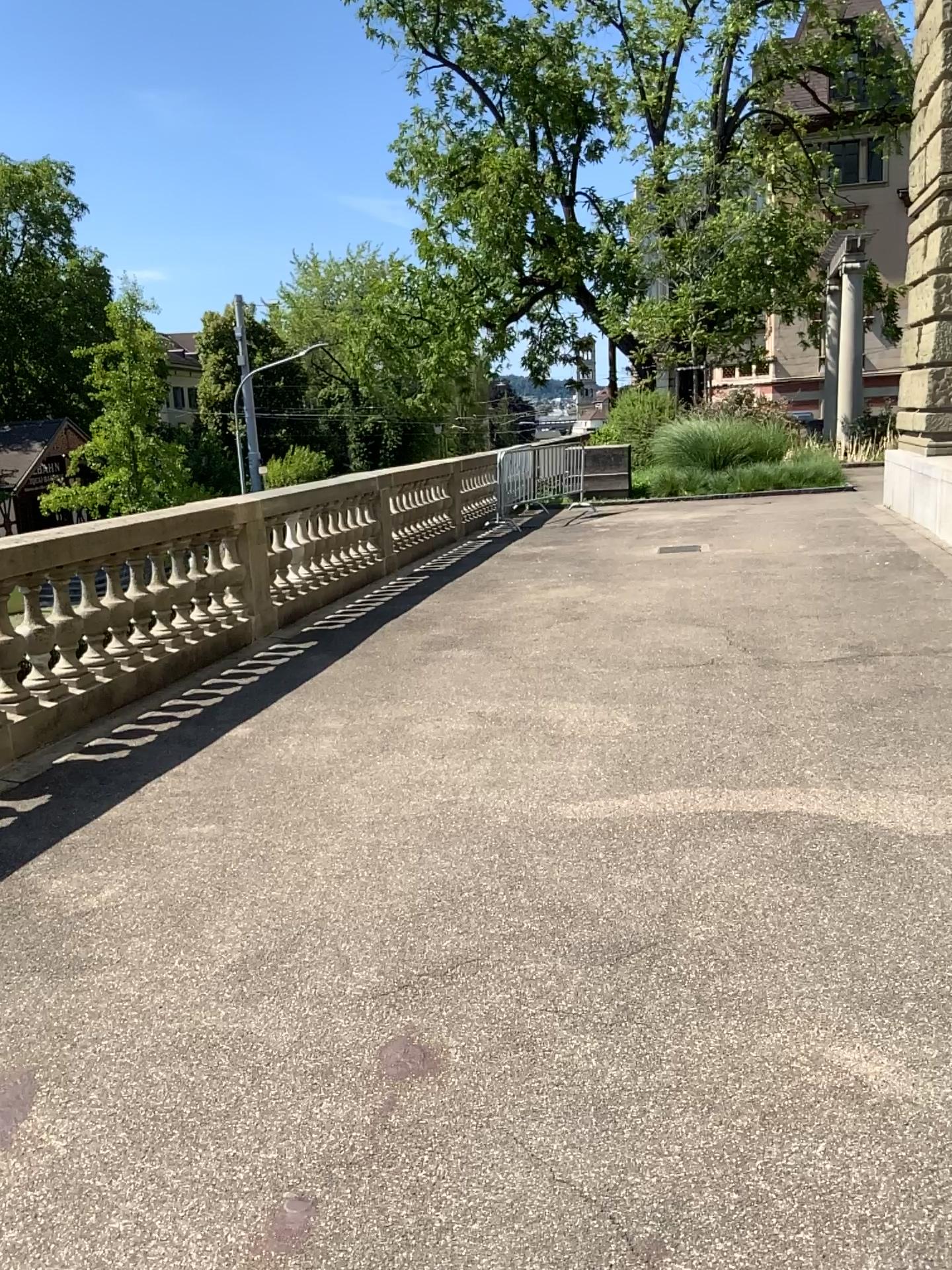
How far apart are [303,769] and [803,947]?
2.66m
